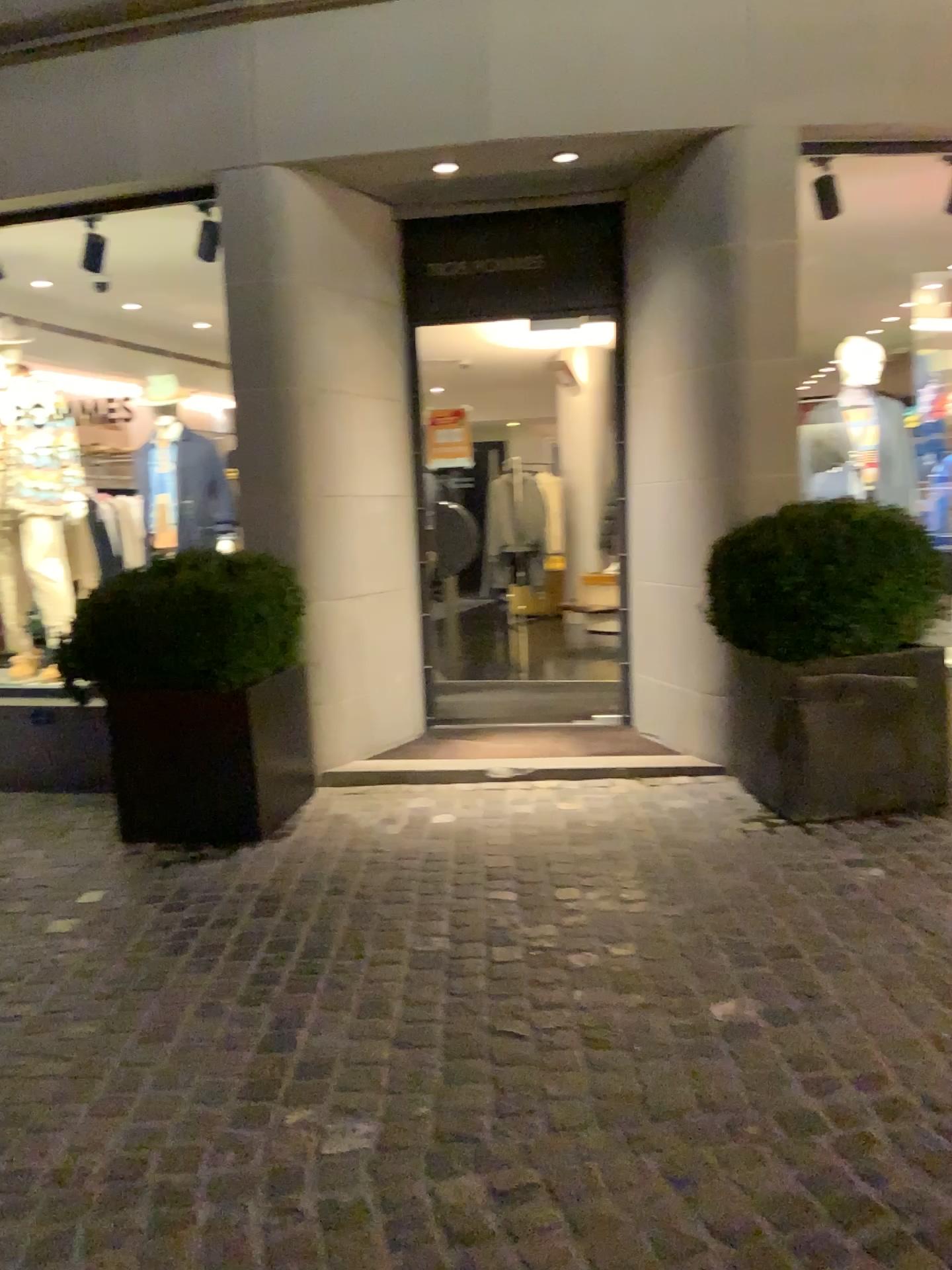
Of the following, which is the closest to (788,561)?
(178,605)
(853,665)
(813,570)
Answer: (813,570)

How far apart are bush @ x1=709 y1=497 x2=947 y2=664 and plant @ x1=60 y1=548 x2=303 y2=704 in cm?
163

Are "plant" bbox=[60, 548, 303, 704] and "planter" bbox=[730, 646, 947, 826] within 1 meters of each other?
no

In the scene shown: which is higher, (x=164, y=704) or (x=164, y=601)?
(x=164, y=601)

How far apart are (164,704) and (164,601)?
0.4 meters

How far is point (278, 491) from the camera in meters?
4.5 m

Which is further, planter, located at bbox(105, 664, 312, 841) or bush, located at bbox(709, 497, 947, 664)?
planter, located at bbox(105, 664, 312, 841)

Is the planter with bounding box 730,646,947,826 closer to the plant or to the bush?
the bush

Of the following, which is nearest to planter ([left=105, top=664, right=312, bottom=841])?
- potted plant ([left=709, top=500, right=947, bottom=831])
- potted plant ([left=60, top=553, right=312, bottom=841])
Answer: potted plant ([left=60, top=553, right=312, bottom=841])

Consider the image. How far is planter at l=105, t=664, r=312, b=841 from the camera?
4.0 meters
